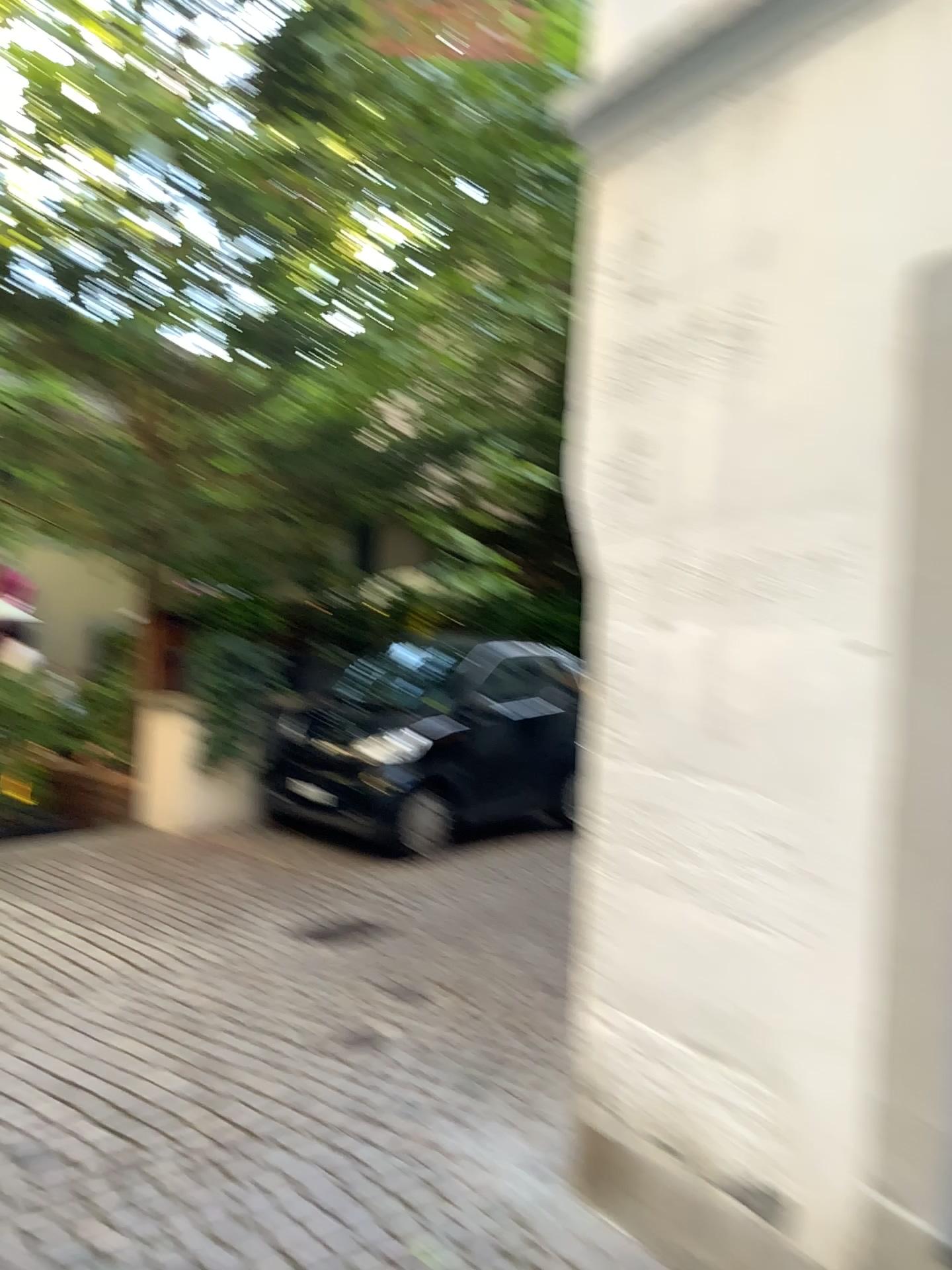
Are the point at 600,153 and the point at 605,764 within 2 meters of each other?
yes
